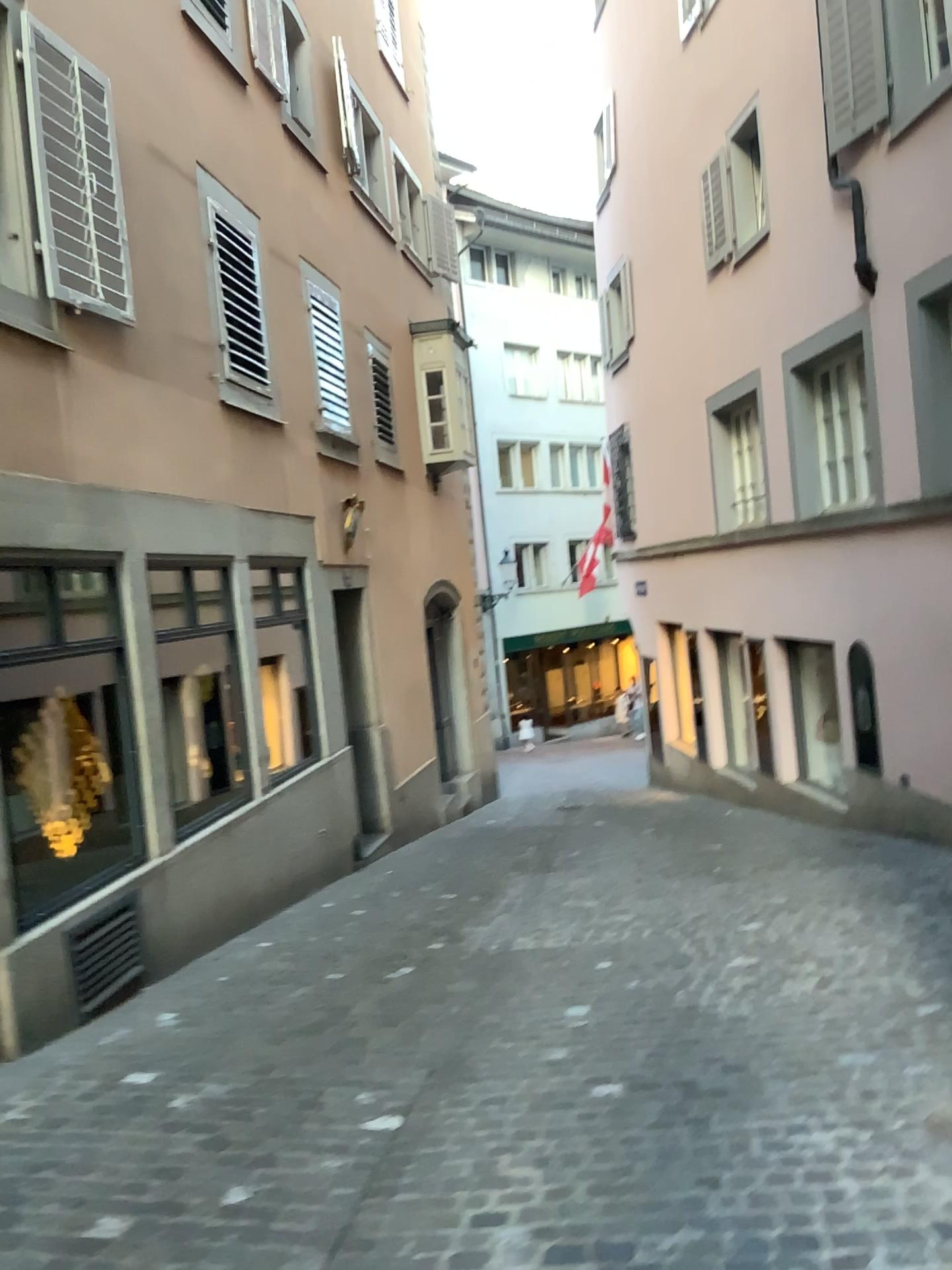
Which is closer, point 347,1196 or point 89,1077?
point 347,1196
